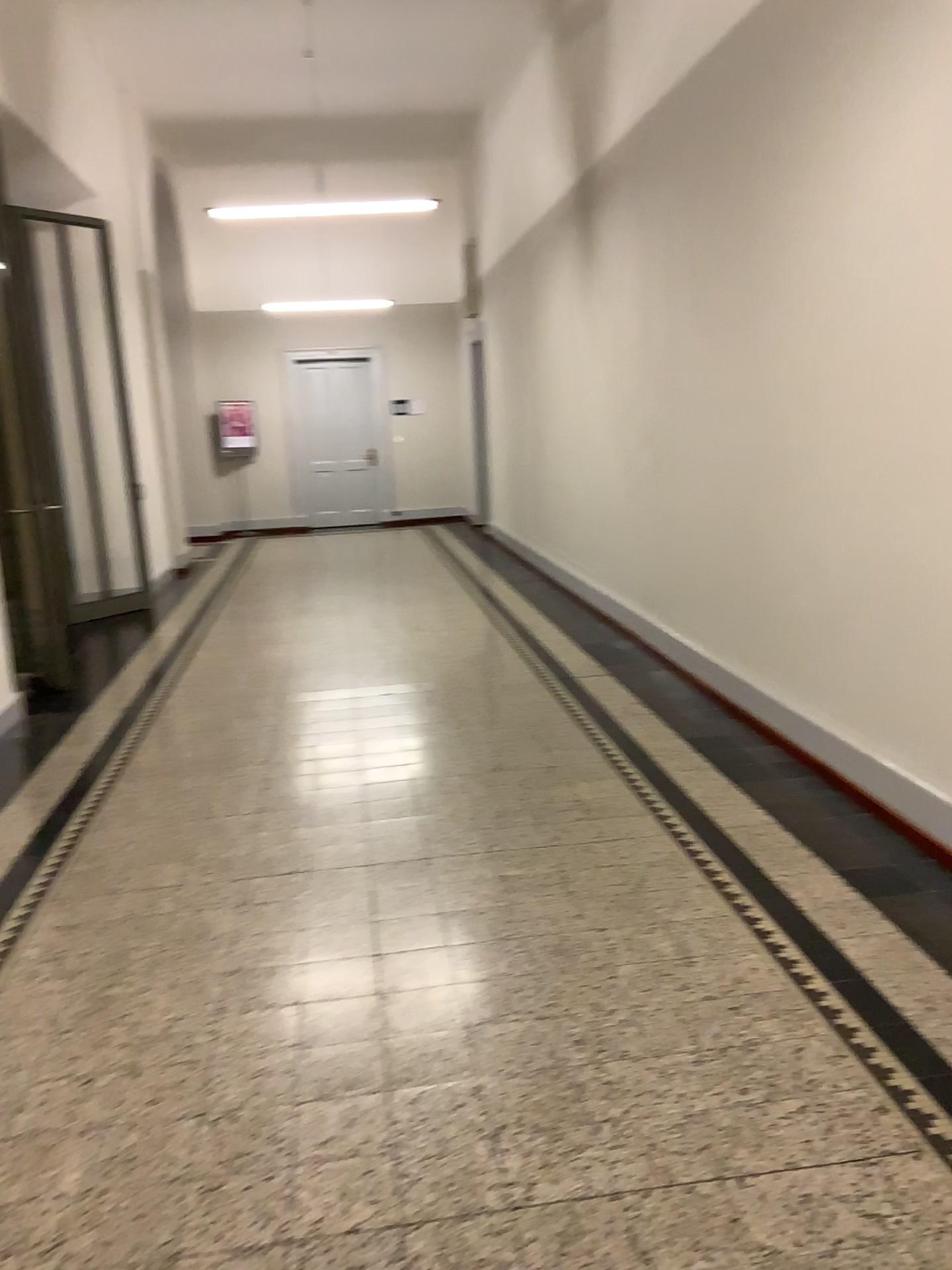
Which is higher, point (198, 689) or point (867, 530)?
point (867, 530)
